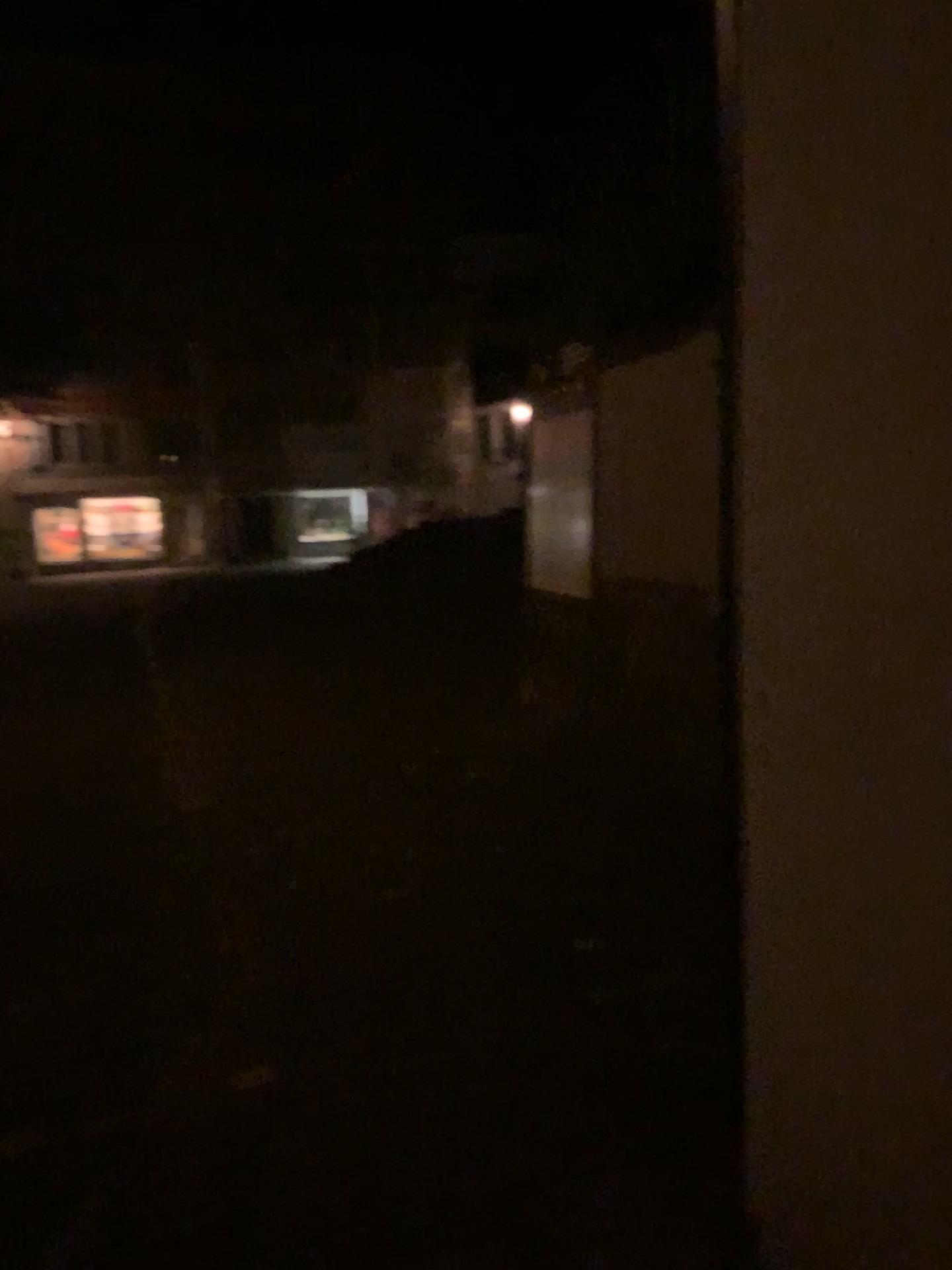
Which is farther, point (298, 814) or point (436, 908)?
point (298, 814)
